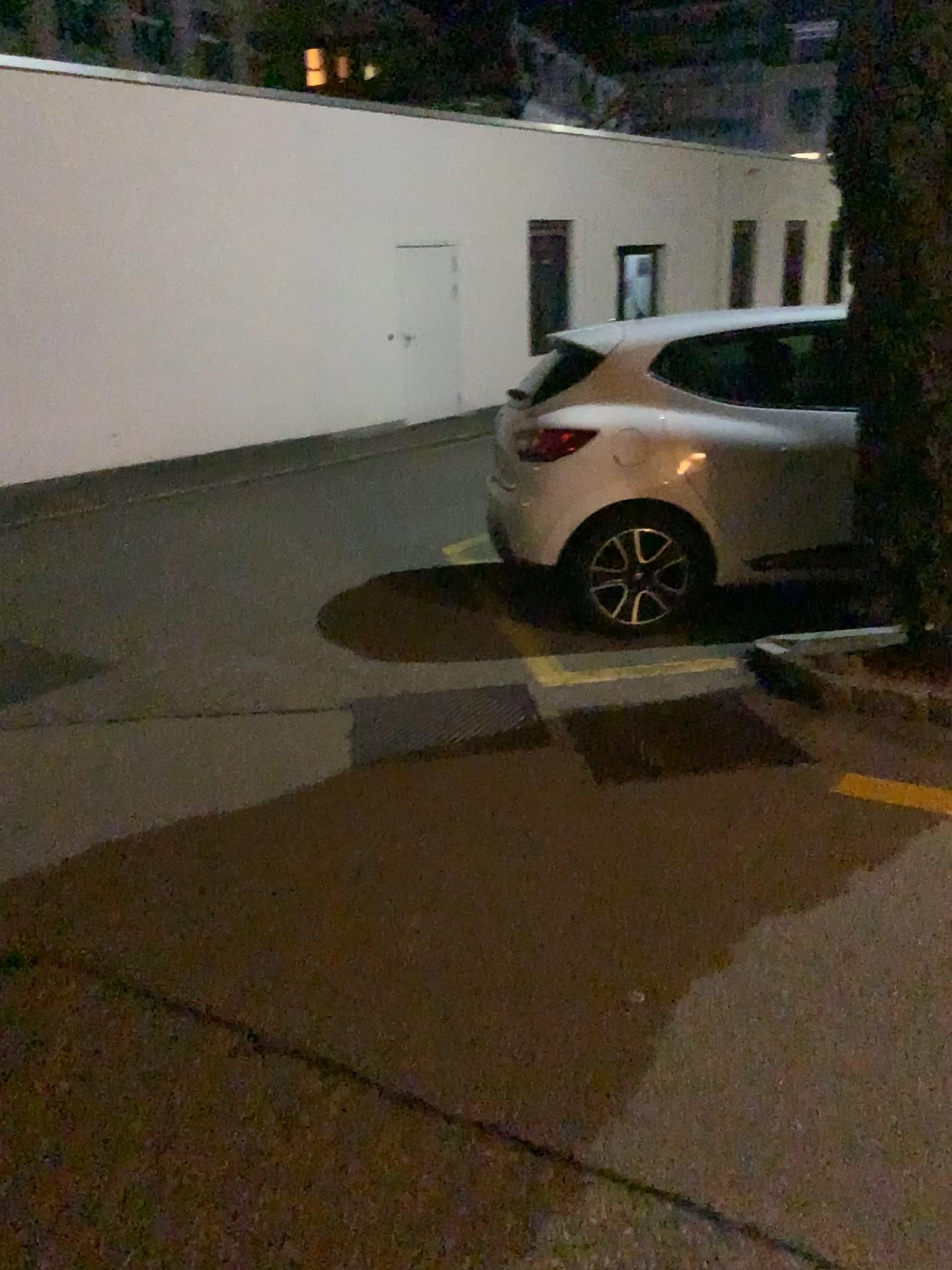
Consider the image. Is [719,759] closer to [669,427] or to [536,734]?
[536,734]

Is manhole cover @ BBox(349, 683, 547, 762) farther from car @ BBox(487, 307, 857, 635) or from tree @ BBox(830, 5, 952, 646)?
tree @ BBox(830, 5, 952, 646)

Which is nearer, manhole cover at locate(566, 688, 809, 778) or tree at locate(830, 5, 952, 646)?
tree at locate(830, 5, 952, 646)

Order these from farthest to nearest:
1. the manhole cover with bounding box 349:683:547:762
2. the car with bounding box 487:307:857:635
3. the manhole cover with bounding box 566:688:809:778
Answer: the car with bounding box 487:307:857:635 → the manhole cover with bounding box 349:683:547:762 → the manhole cover with bounding box 566:688:809:778

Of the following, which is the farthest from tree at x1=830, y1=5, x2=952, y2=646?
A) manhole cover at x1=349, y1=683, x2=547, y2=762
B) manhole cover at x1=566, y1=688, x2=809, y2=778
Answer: manhole cover at x1=349, y1=683, x2=547, y2=762

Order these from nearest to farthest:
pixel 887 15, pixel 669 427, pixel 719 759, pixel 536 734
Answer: pixel 887 15 < pixel 719 759 < pixel 536 734 < pixel 669 427

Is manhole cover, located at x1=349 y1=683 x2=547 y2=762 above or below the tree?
below

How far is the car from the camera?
4.6 meters

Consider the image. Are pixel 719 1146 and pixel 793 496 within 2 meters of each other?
no

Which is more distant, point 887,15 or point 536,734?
point 536,734
